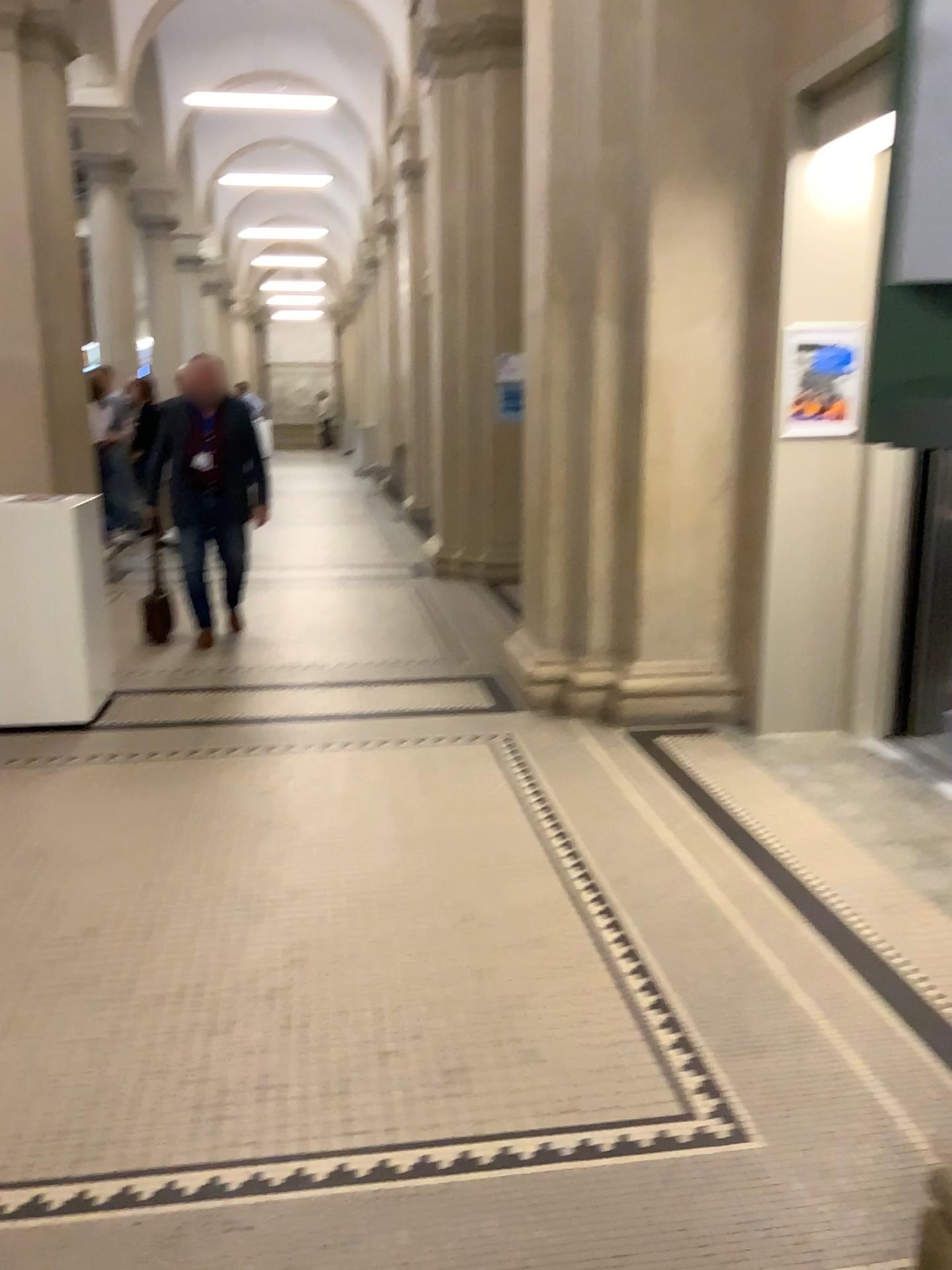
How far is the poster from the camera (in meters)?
4.34

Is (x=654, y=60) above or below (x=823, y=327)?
above

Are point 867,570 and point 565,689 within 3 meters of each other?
yes

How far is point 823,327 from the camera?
4.3m
